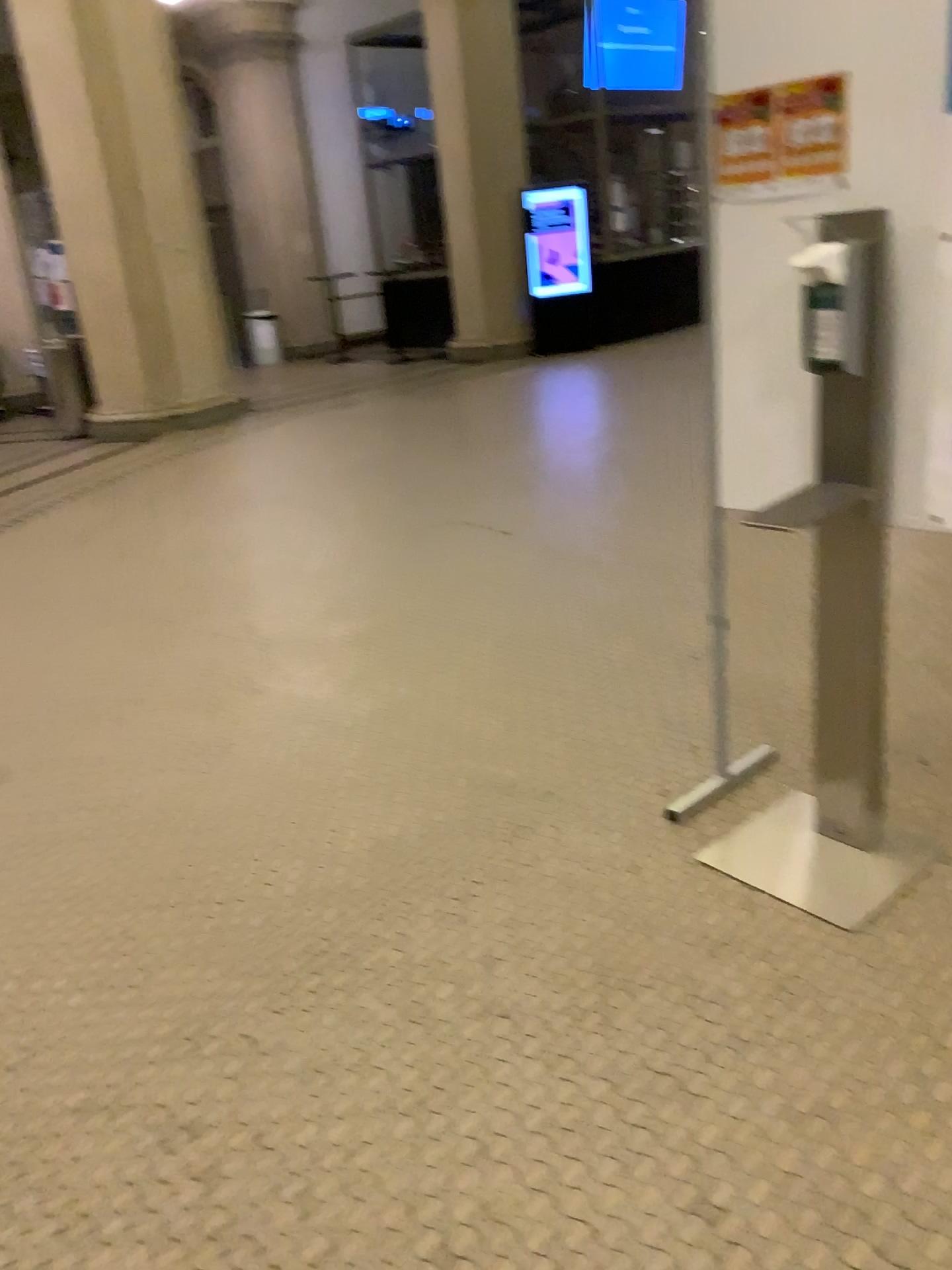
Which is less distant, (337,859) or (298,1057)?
(298,1057)

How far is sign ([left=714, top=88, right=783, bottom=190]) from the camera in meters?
2.1 m

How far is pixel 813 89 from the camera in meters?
2.0

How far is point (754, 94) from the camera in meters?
2.1

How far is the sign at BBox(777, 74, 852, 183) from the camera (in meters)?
1.97
